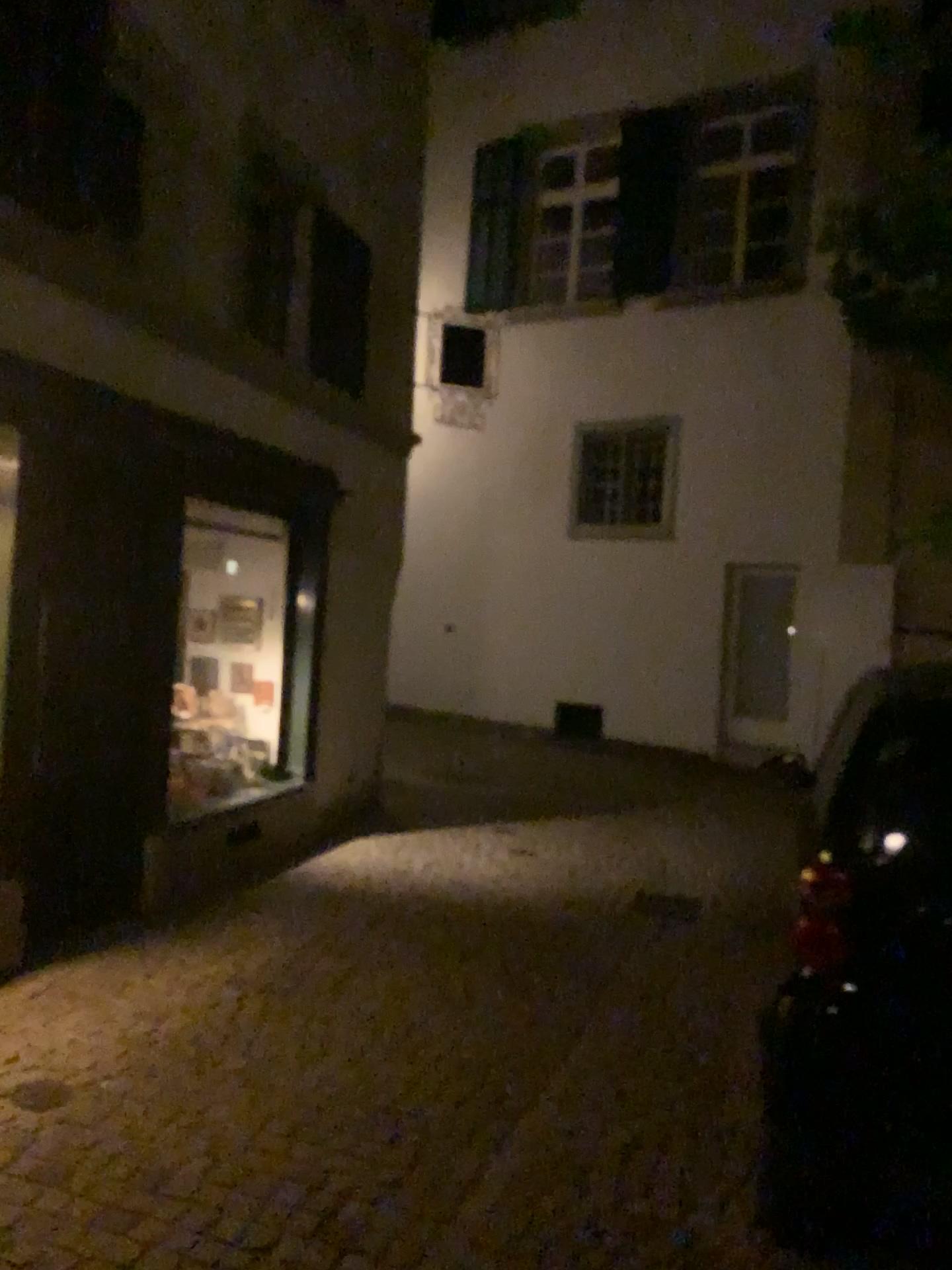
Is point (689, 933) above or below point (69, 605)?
below
